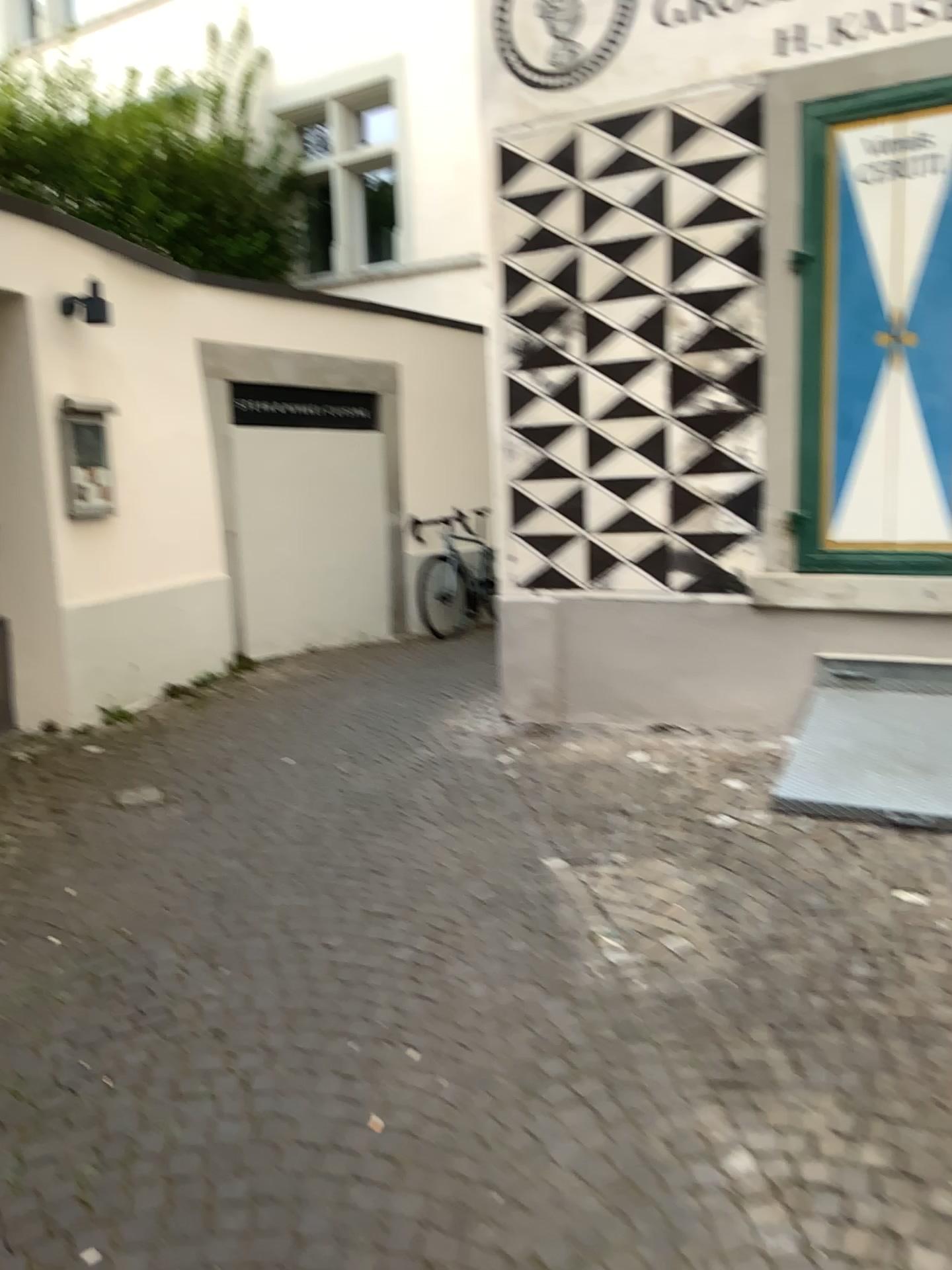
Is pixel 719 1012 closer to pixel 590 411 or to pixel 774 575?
pixel 774 575

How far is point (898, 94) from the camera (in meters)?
4.16

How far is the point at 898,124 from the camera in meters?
4.2 m

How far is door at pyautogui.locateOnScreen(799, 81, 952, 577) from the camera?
4.2 meters

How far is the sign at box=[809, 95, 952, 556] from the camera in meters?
4.2 m
